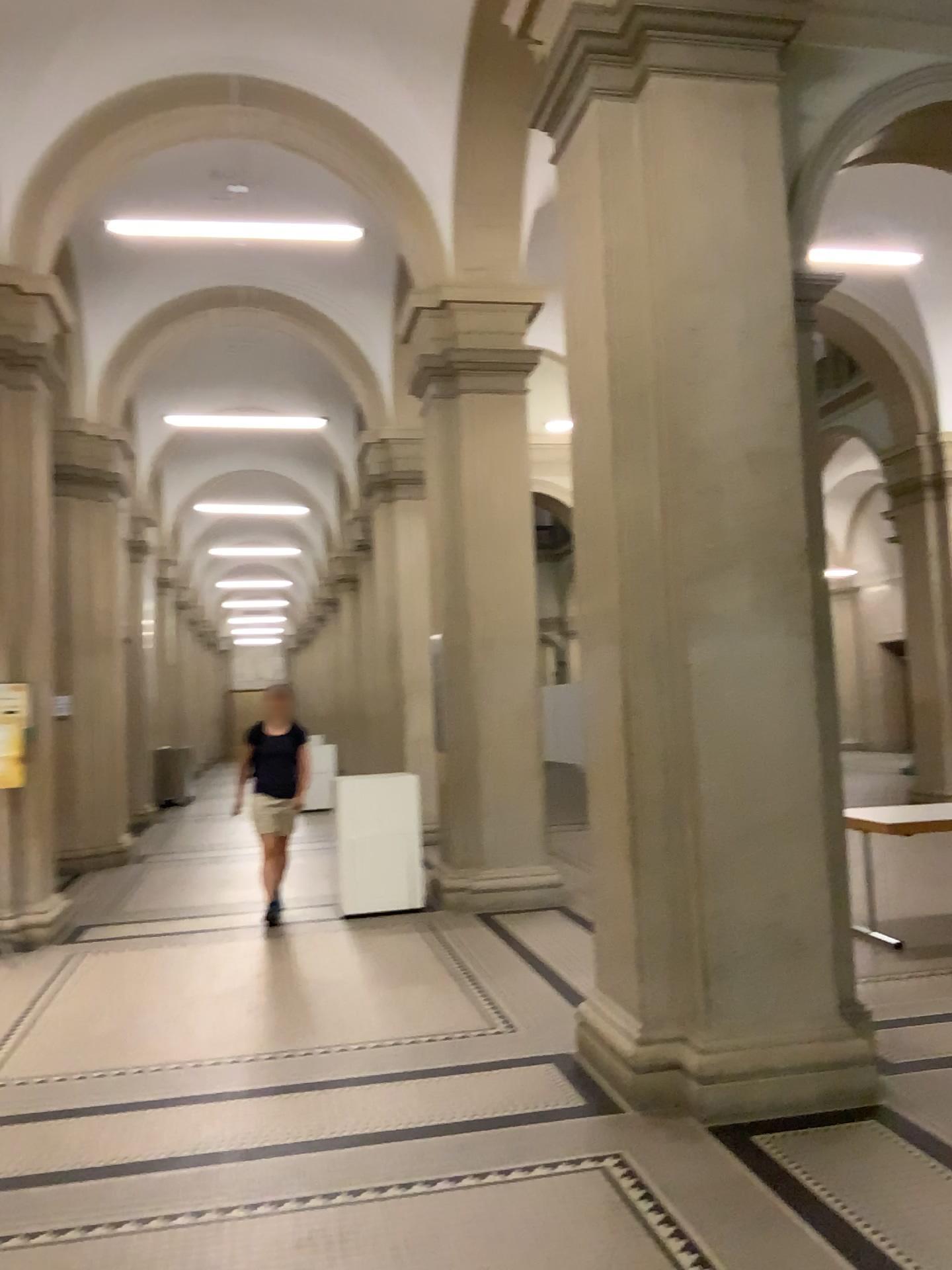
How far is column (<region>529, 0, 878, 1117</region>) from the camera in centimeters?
392cm

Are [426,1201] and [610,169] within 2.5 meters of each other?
no

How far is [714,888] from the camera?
3.9m
